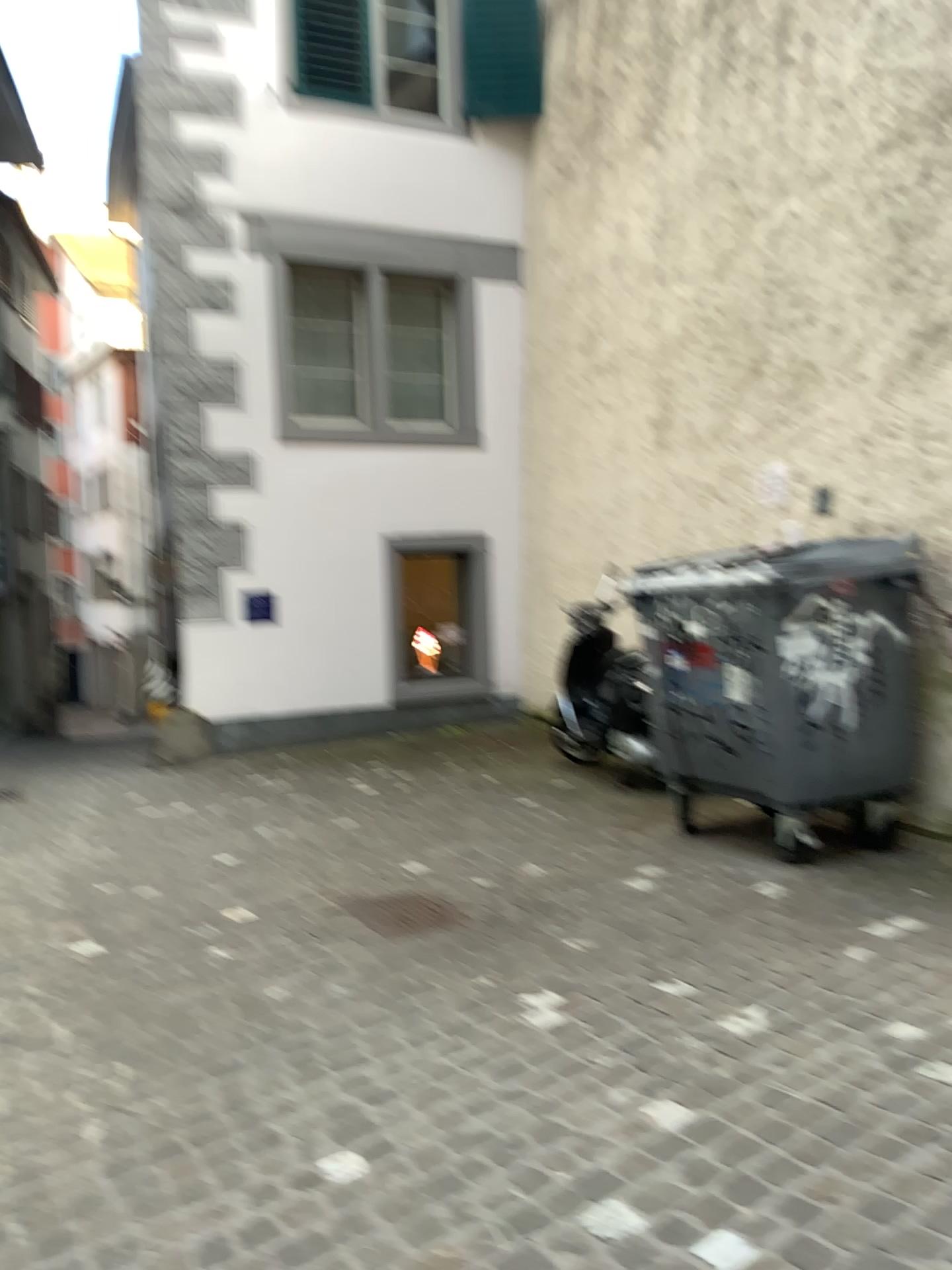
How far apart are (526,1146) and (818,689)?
2.46m

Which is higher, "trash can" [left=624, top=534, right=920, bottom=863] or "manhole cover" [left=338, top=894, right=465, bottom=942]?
"trash can" [left=624, top=534, right=920, bottom=863]

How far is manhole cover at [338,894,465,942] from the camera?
4.03m

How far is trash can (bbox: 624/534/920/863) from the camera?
4.24m

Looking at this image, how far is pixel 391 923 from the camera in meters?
4.0

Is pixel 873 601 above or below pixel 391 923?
above

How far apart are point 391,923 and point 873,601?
2.3m

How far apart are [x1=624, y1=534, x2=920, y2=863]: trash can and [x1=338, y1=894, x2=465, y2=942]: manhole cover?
1.4 meters
